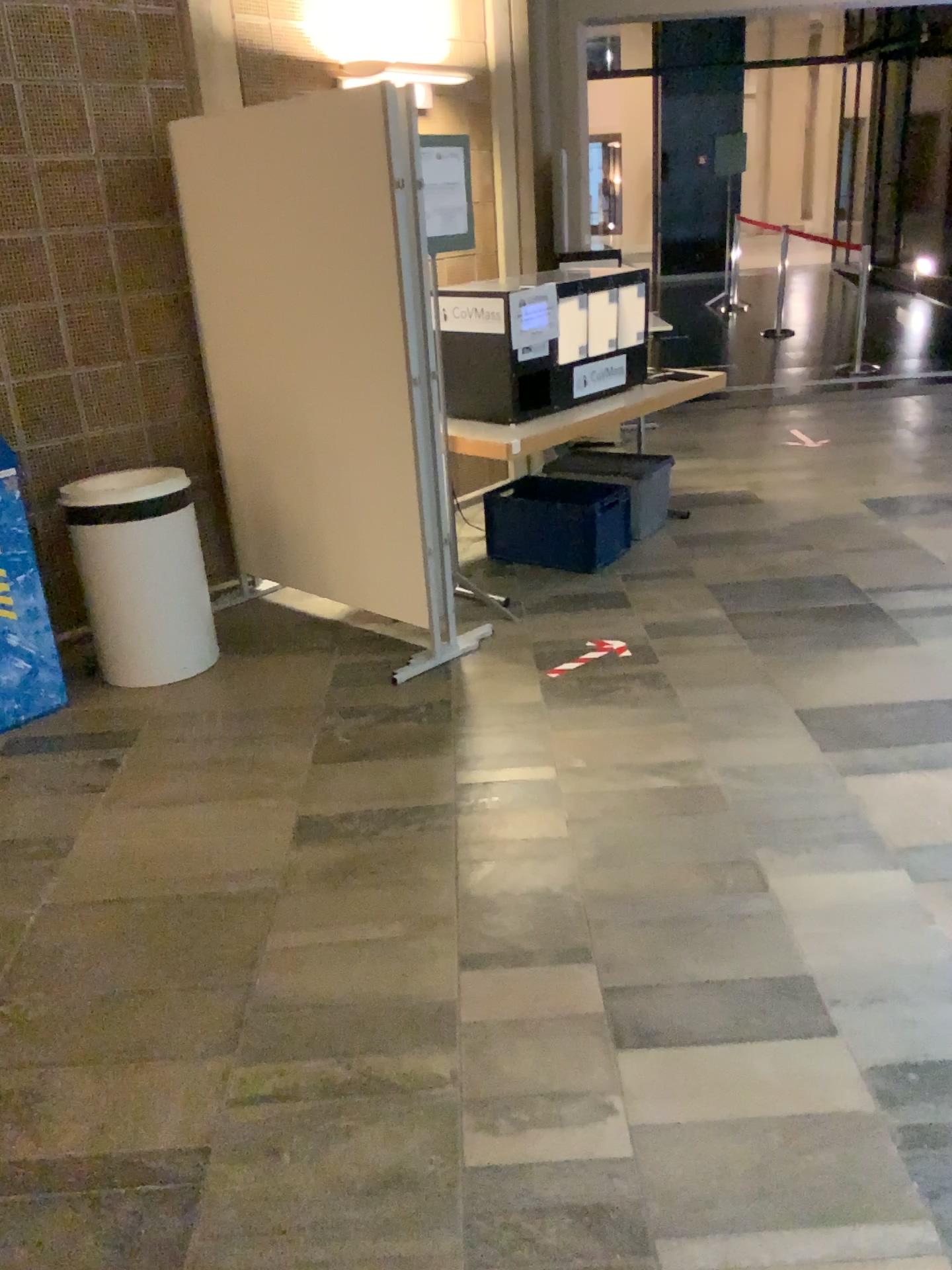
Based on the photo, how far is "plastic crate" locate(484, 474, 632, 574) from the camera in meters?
4.8

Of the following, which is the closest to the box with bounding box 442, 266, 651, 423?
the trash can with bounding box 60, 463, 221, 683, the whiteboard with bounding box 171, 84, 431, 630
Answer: the whiteboard with bounding box 171, 84, 431, 630

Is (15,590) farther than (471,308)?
No

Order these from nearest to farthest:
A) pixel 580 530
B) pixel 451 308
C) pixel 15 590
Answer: pixel 15 590, pixel 451 308, pixel 580 530

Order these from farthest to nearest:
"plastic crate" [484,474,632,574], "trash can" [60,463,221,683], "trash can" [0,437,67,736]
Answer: "plastic crate" [484,474,632,574], "trash can" [60,463,221,683], "trash can" [0,437,67,736]

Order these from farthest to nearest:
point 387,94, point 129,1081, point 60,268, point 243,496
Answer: point 243,496 < point 60,268 < point 387,94 < point 129,1081

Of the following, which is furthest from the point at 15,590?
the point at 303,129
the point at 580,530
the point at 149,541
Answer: the point at 580,530

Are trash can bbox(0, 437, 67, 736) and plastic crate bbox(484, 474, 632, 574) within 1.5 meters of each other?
no

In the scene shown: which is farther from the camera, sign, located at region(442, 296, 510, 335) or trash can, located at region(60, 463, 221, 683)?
sign, located at region(442, 296, 510, 335)

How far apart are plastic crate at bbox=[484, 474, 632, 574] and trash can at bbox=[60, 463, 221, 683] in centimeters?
148cm
